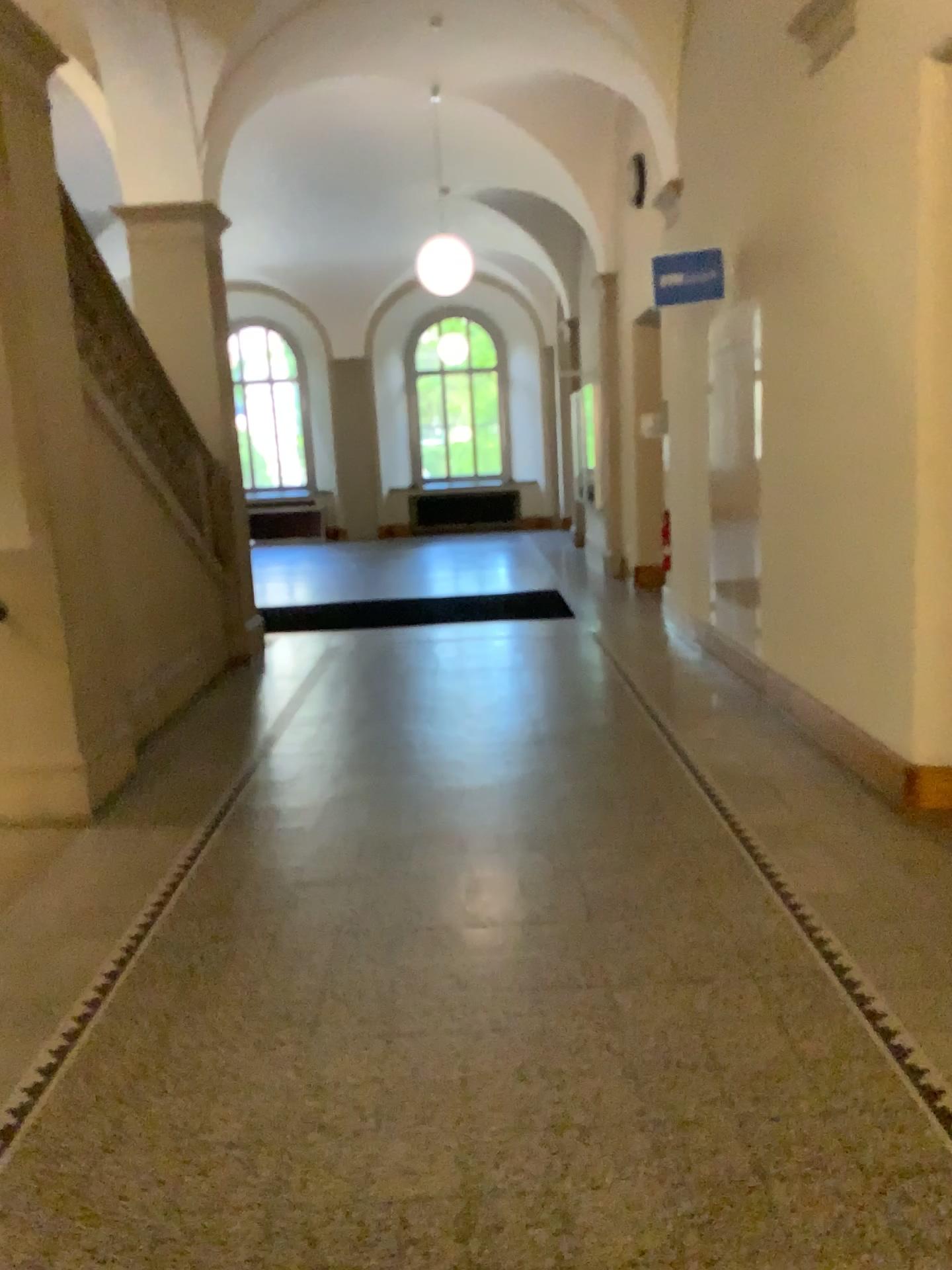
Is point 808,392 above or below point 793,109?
below

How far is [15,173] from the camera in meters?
4.2

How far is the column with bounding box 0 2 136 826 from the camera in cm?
420
